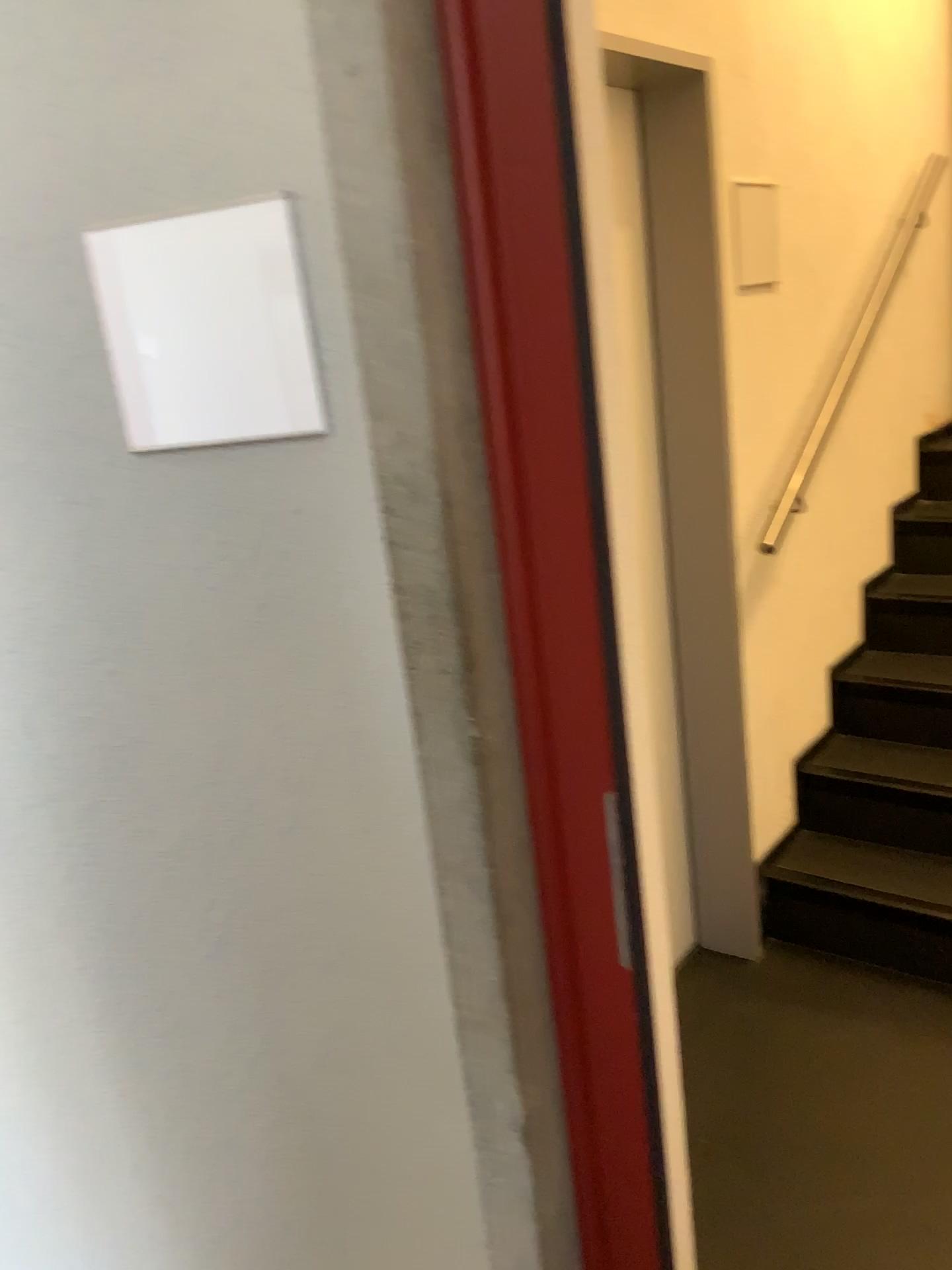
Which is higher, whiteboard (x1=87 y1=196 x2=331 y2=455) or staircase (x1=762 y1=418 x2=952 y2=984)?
whiteboard (x1=87 y1=196 x2=331 y2=455)

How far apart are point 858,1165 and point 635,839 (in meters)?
1.21

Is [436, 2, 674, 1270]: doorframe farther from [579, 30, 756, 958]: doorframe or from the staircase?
the staircase

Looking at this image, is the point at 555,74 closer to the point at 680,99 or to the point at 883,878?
the point at 680,99

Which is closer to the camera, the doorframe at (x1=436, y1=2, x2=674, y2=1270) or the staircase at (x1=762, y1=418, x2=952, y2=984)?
the doorframe at (x1=436, y1=2, x2=674, y2=1270)

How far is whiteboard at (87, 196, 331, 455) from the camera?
1.0m

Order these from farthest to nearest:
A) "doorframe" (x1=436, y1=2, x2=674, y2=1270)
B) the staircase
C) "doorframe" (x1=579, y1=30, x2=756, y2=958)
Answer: the staircase → "doorframe" (x1=579, y1=30, x2=756, y2=958) → "doorframe" (x1=436, y1=2, x2=674, y2=1270)

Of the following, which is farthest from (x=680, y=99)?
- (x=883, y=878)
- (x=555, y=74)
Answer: (x=883, y=878)

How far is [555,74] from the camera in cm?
95

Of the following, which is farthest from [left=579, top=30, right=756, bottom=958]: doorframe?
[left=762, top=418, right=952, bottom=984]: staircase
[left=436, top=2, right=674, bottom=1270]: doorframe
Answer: [left=436, top=2, right=674, bottom=1270]: doorframe
